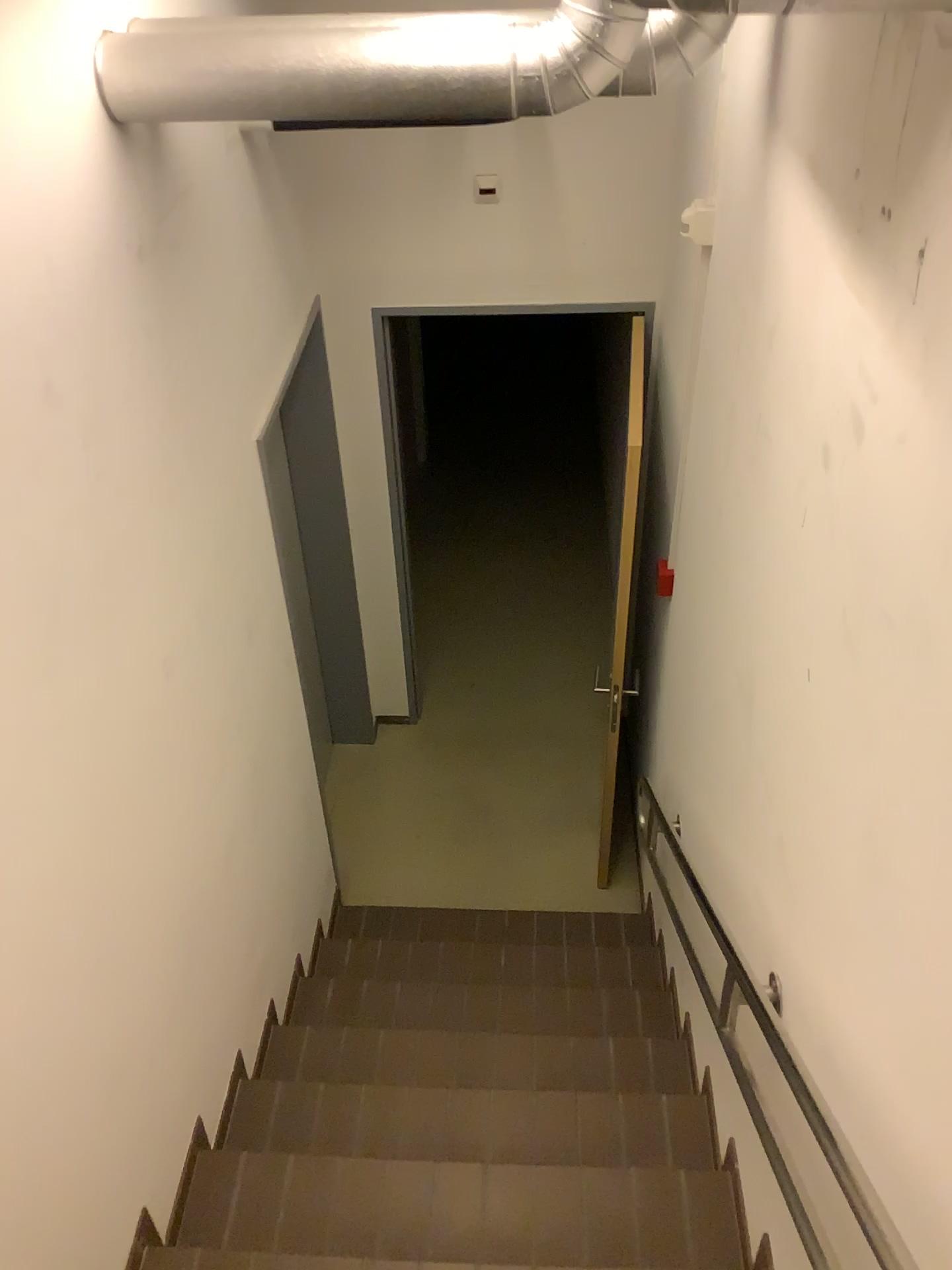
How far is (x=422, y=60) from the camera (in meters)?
1.71

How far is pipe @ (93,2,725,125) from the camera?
1.7m

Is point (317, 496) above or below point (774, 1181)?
below
